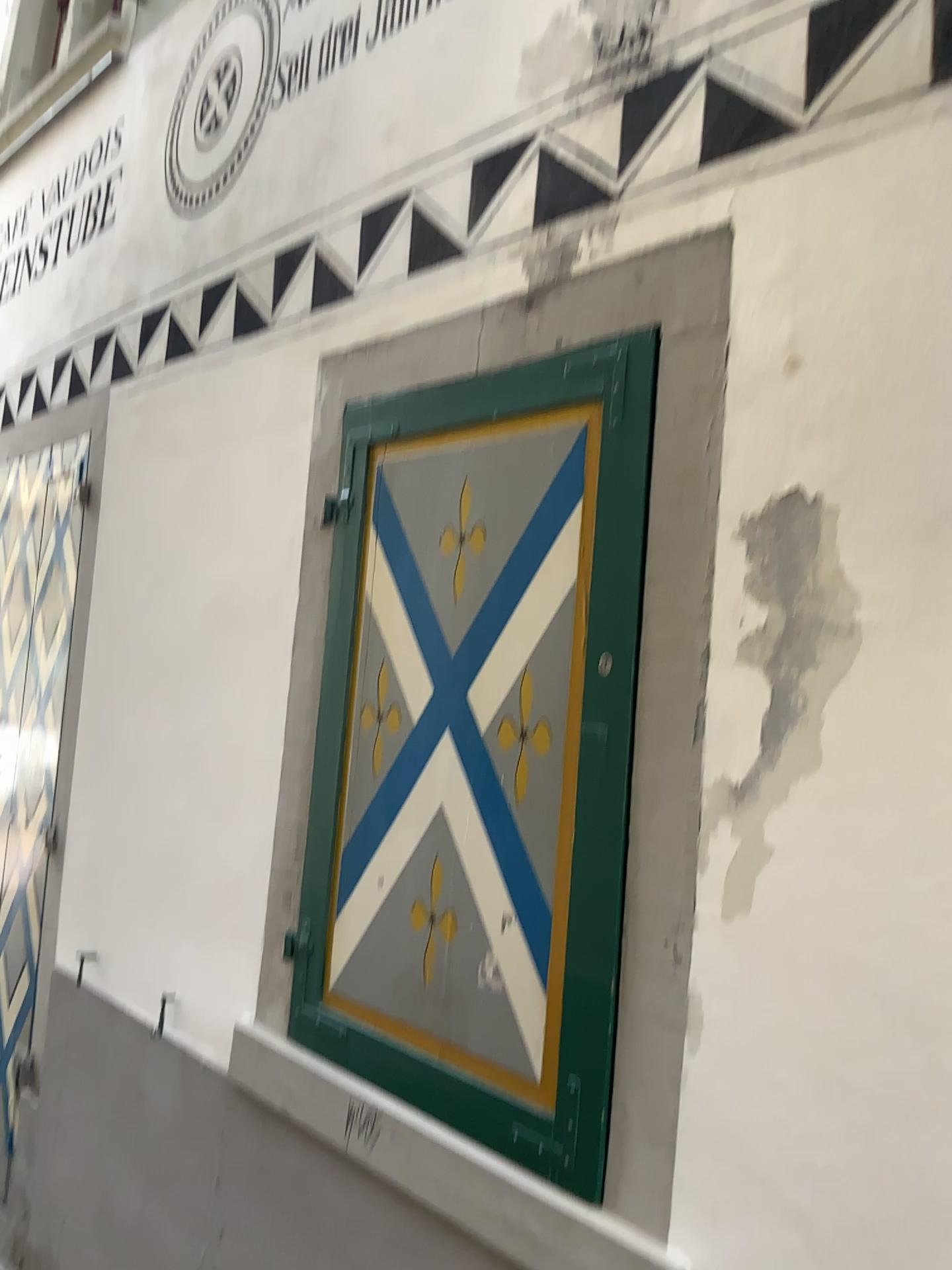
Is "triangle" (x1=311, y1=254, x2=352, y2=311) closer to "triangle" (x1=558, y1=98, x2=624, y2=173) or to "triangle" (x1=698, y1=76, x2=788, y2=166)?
"triangle" (x1=558, y1=98, x2=624, y2=173)

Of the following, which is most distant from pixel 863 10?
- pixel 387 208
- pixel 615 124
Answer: pixel 387 208

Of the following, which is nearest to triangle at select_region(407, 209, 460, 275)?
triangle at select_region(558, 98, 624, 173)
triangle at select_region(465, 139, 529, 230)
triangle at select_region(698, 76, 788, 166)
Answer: triangle at select_region(465, 139, 529, 230)

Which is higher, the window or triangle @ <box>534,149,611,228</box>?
triangle @ <box>534,149,611,228</box>

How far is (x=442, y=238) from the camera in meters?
2.4 m

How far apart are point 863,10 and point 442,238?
1.0 meters

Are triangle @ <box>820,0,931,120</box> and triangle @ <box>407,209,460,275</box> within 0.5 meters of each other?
no

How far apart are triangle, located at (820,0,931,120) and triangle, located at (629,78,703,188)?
0.3m

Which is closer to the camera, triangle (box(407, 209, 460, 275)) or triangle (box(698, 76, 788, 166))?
triangle (box(698, 76, 788, 166))

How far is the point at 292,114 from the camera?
3.0m
